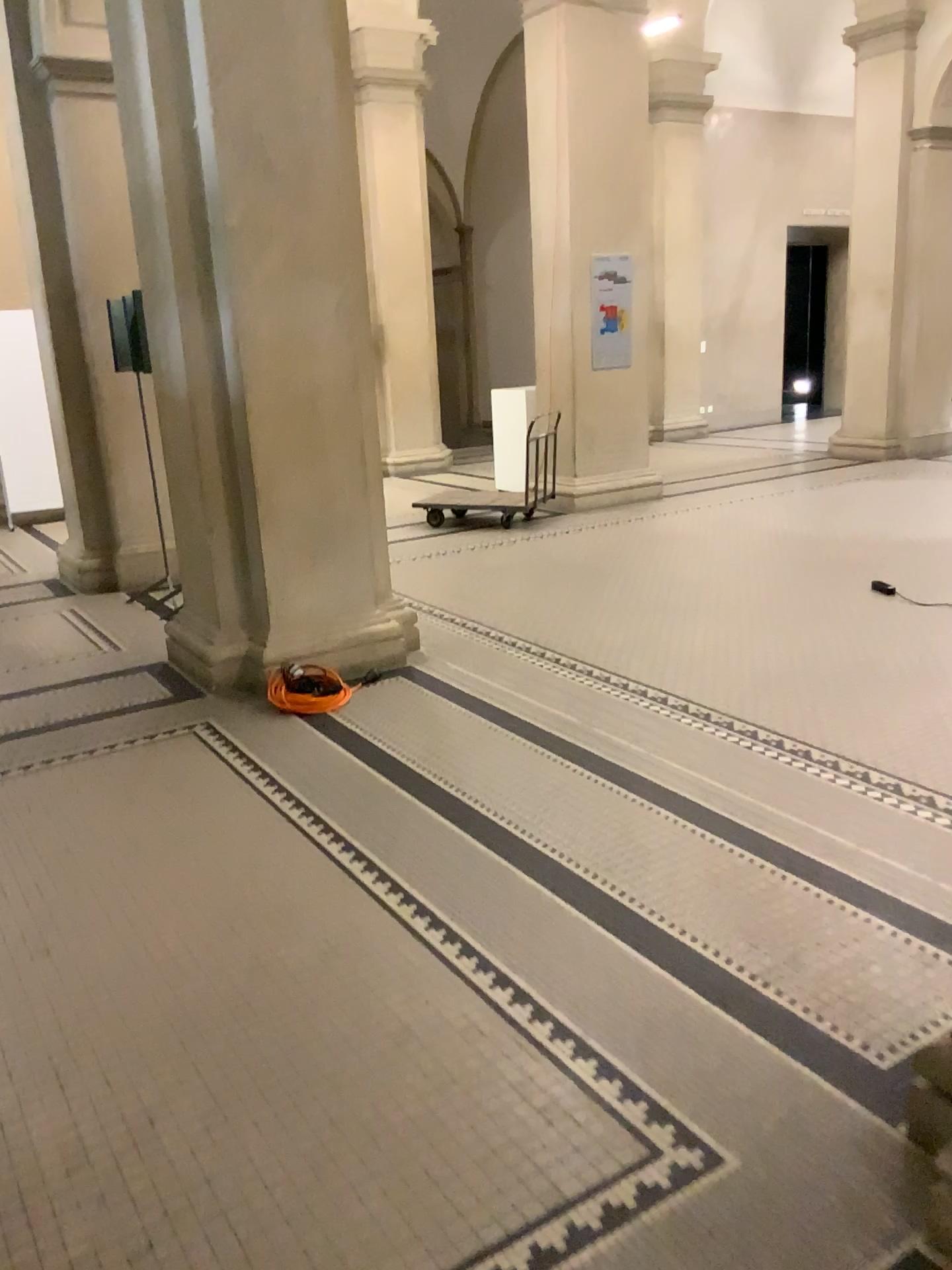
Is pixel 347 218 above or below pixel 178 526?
above
